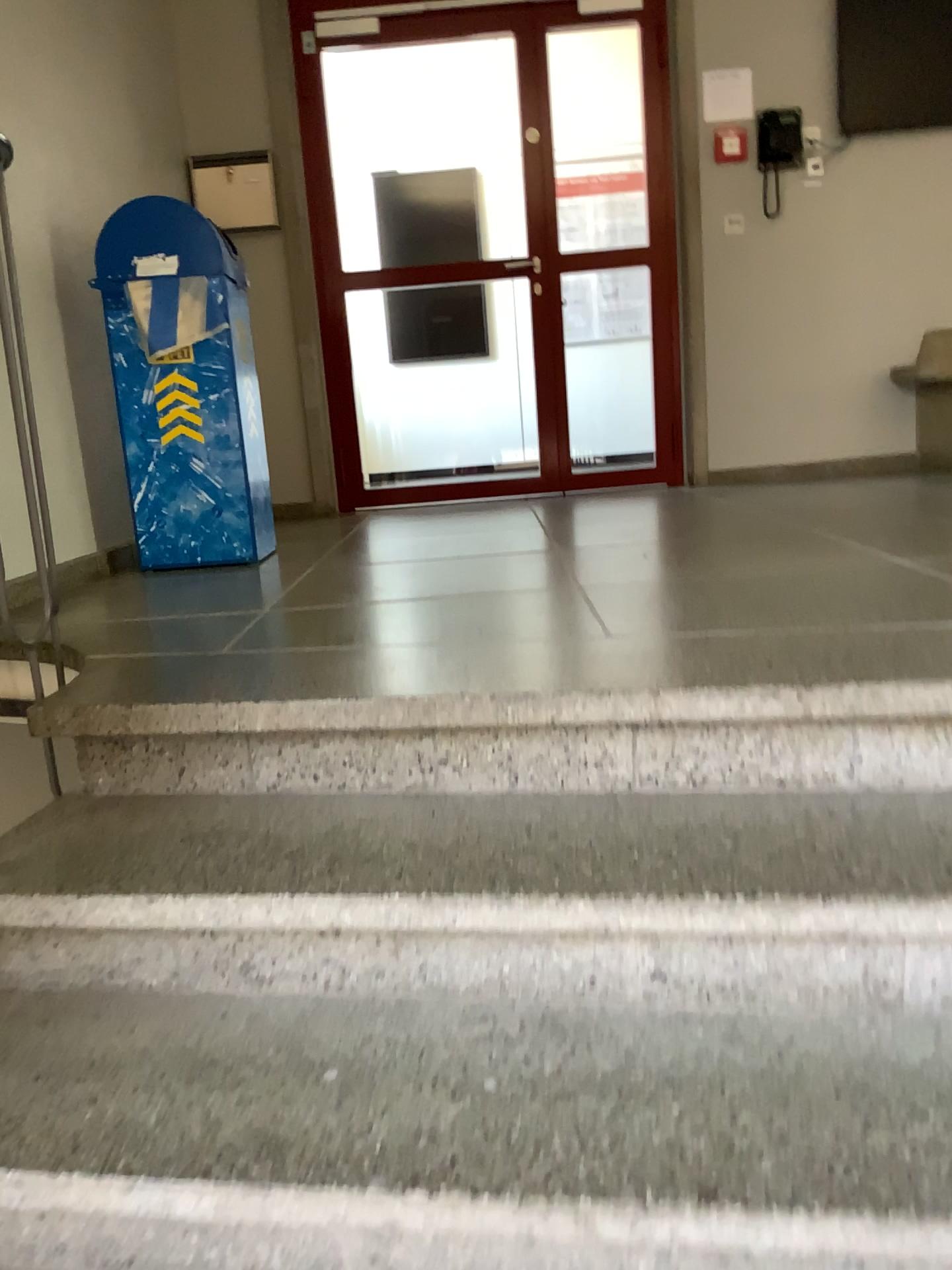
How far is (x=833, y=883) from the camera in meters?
1.2

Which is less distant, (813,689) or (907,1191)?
(907,1191)

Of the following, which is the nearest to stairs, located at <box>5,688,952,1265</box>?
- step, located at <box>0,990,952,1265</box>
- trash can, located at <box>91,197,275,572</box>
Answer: step, located at <box>0,990,952,1265</box>

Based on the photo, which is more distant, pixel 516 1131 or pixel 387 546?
pixel 387 546

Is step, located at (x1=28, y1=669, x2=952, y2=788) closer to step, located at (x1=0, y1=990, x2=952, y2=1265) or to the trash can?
step, located at (x1=0, y1=990, x2=952, y2=1265)

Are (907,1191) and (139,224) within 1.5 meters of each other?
no

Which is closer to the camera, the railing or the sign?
the railing

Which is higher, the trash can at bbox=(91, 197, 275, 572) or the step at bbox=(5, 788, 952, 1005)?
the trash can at bbox=(91, 197, 275, 572)

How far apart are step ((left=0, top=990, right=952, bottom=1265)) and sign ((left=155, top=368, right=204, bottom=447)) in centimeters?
207cm

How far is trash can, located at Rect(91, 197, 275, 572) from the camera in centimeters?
310cm
